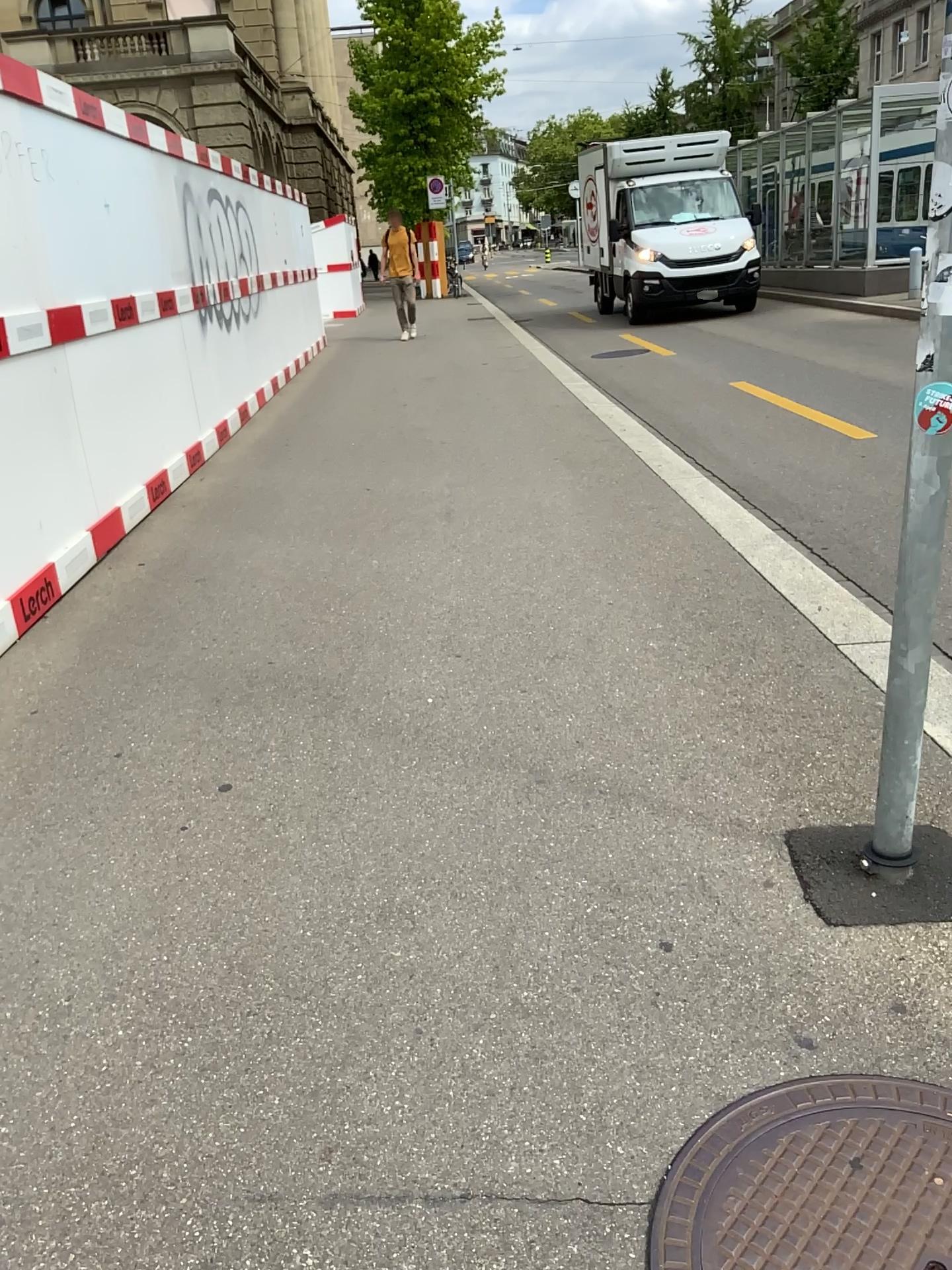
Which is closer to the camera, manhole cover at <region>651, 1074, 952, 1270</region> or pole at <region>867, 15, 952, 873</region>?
manhole cover at <region>651, 1074, 952, 1270</region>

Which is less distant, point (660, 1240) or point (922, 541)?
point (660, 1240)

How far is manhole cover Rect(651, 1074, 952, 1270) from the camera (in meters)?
1.50

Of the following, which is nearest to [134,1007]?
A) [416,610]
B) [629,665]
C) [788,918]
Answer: [788,918]

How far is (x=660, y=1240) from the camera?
1.5m

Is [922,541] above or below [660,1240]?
above
